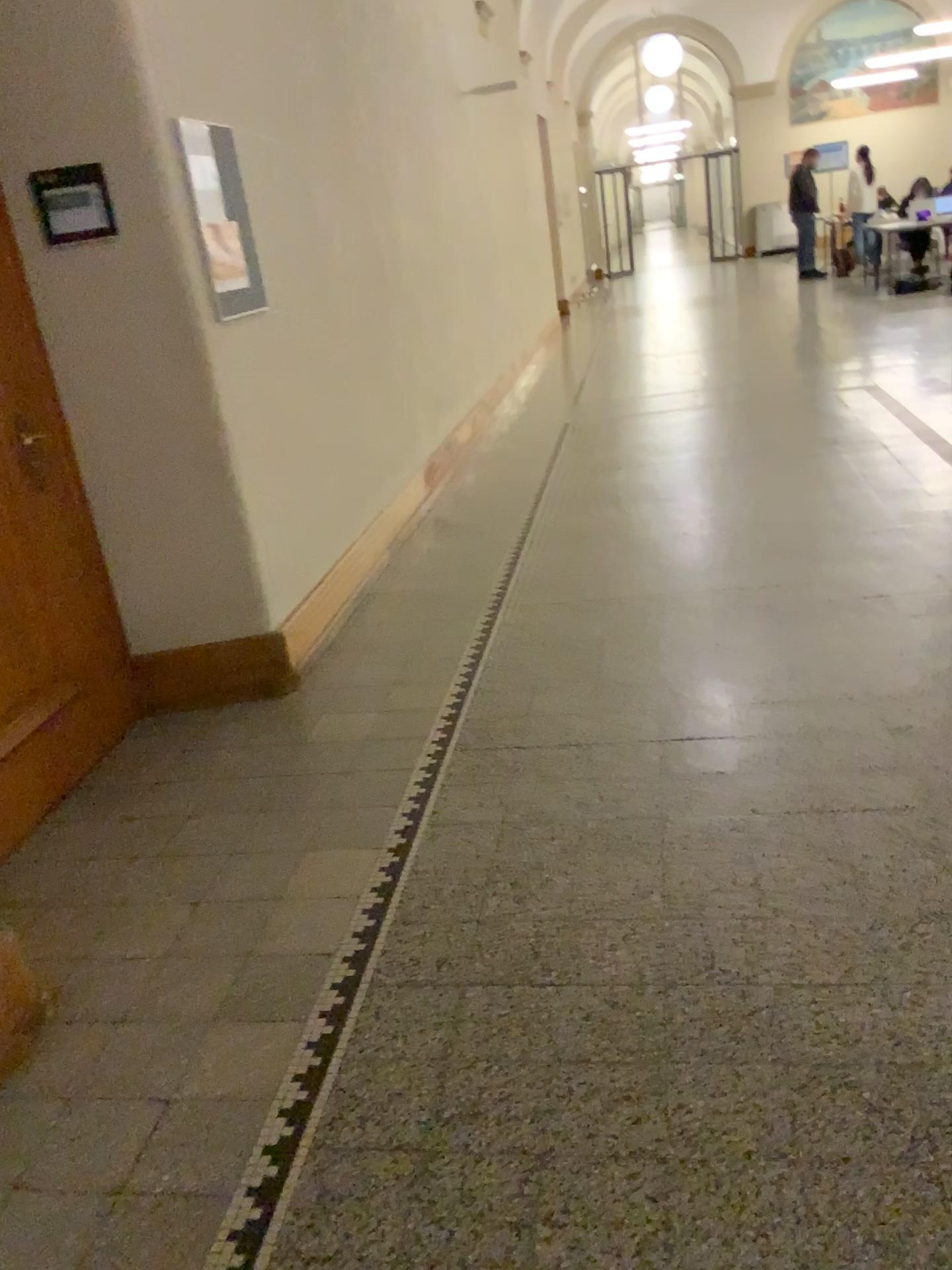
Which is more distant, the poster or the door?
the poster

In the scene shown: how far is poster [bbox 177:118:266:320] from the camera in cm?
344

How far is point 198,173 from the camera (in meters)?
3.44

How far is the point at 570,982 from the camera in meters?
2.1 m

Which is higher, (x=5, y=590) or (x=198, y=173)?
(x=198, y=173)

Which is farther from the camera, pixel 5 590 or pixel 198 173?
pixel 198 173
